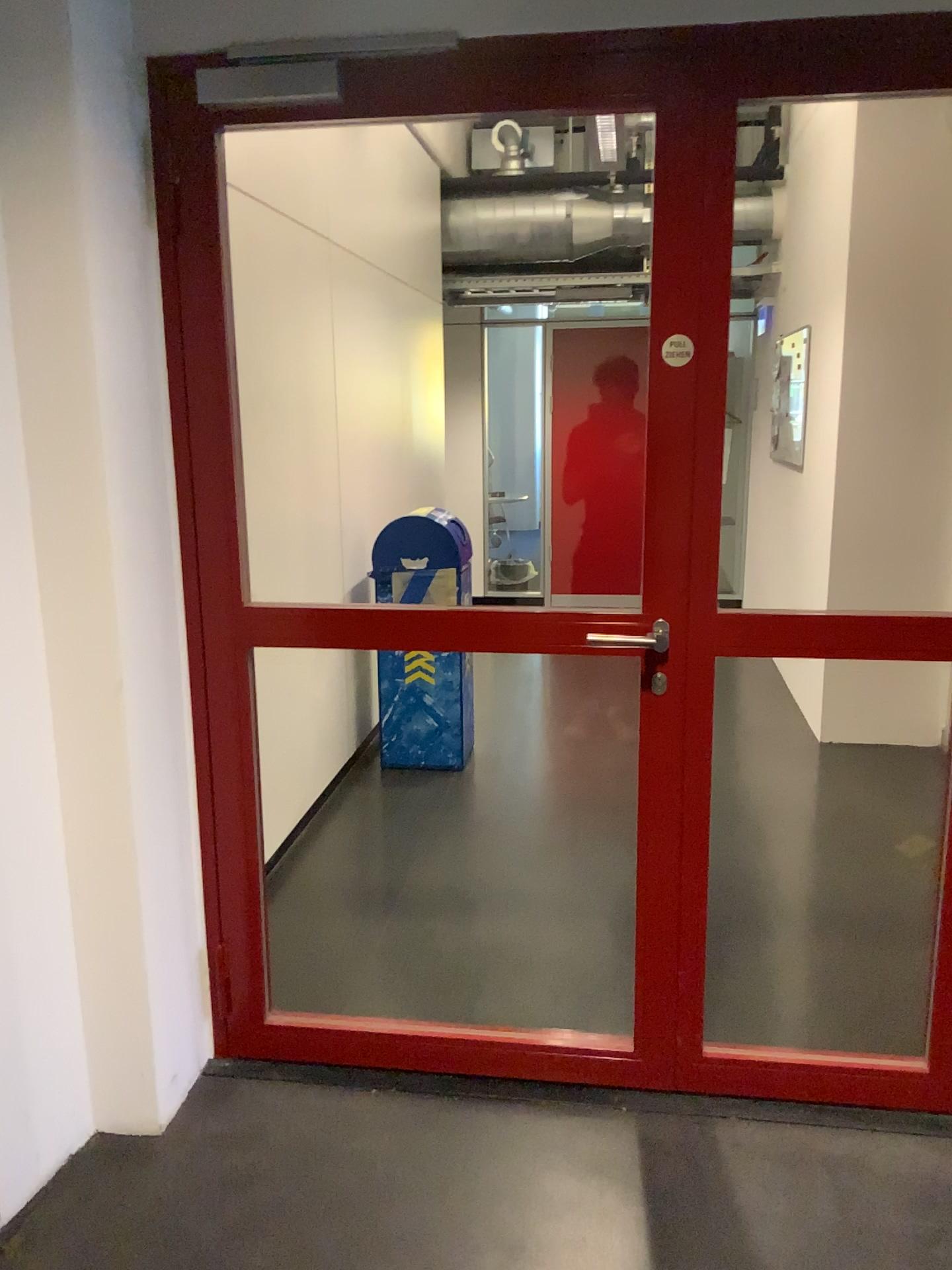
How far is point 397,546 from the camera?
4.3 meters

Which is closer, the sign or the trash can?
the sign

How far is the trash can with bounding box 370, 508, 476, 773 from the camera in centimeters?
432cm

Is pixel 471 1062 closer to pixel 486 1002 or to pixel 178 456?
pixel 486 1002

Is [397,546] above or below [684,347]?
below

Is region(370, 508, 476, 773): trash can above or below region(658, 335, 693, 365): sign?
below

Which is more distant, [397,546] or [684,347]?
[397,546]
